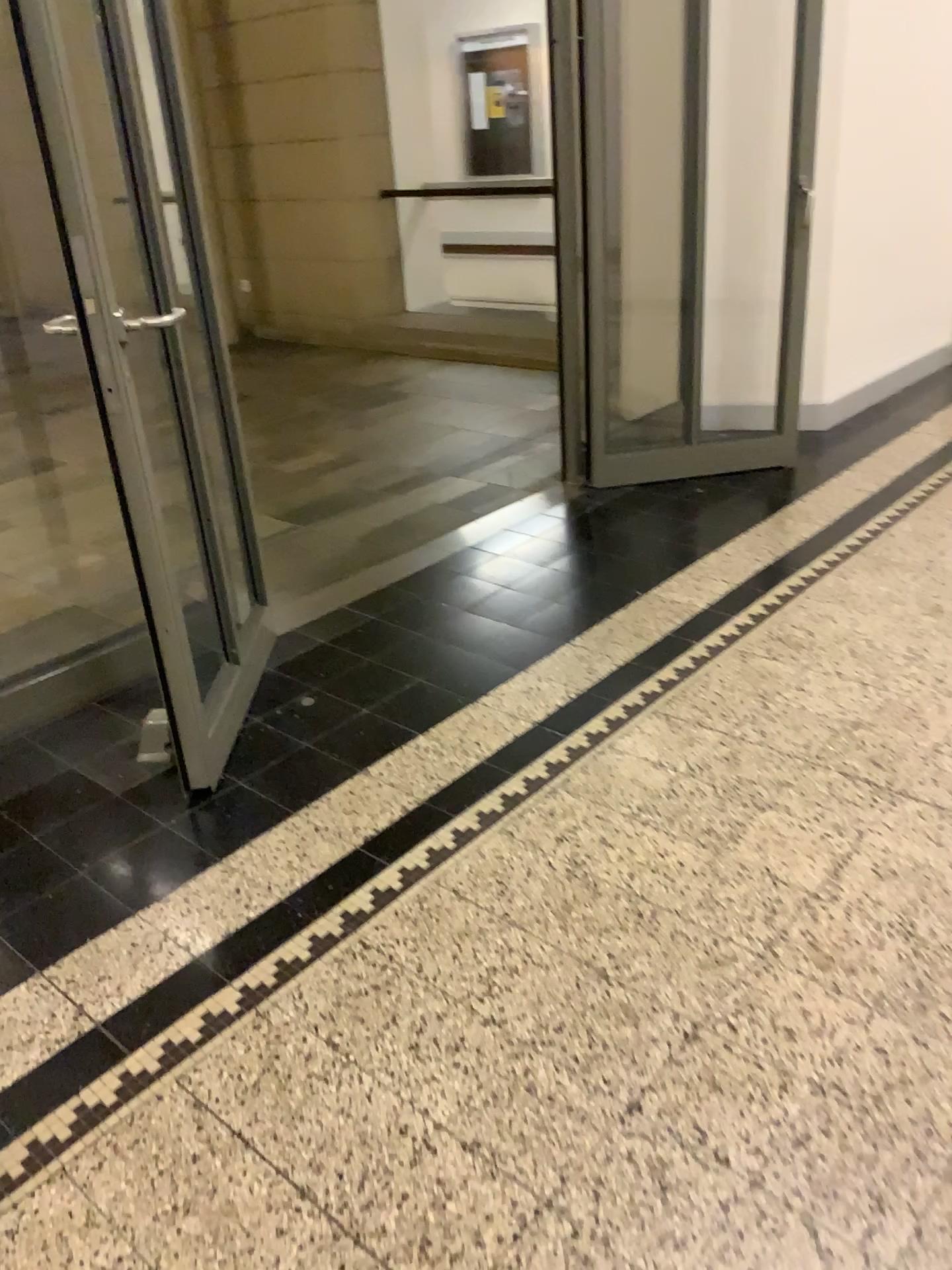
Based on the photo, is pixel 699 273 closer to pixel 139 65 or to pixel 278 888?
pixel 139 65

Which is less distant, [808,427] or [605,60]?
[605,60]

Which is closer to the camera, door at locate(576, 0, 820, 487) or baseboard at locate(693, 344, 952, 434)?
door at locate(576, 0, 820, 487)

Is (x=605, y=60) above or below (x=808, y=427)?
above
